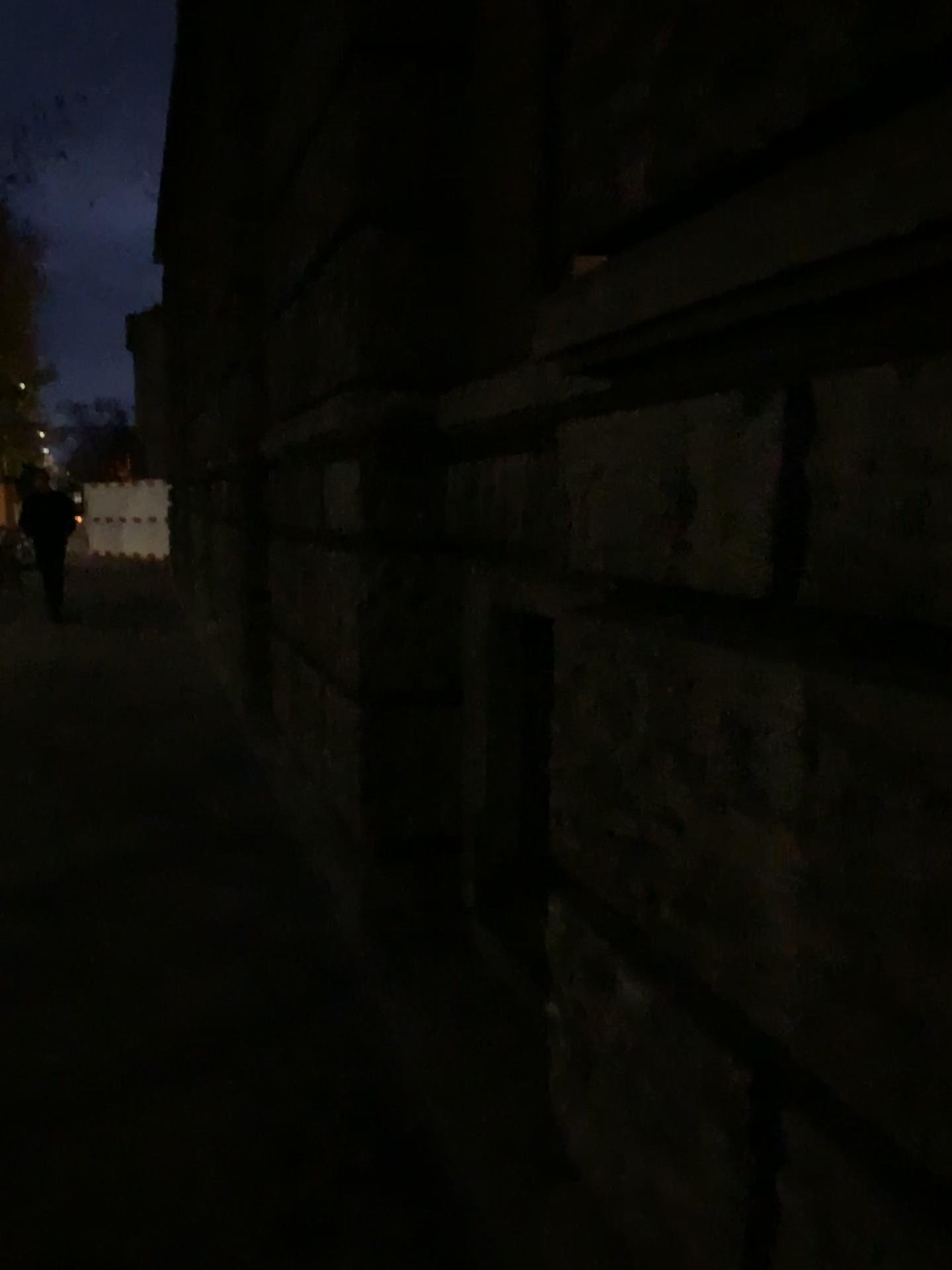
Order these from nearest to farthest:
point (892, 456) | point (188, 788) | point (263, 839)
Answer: point (892, 456) → point (263, 839) → point (188, 788)
